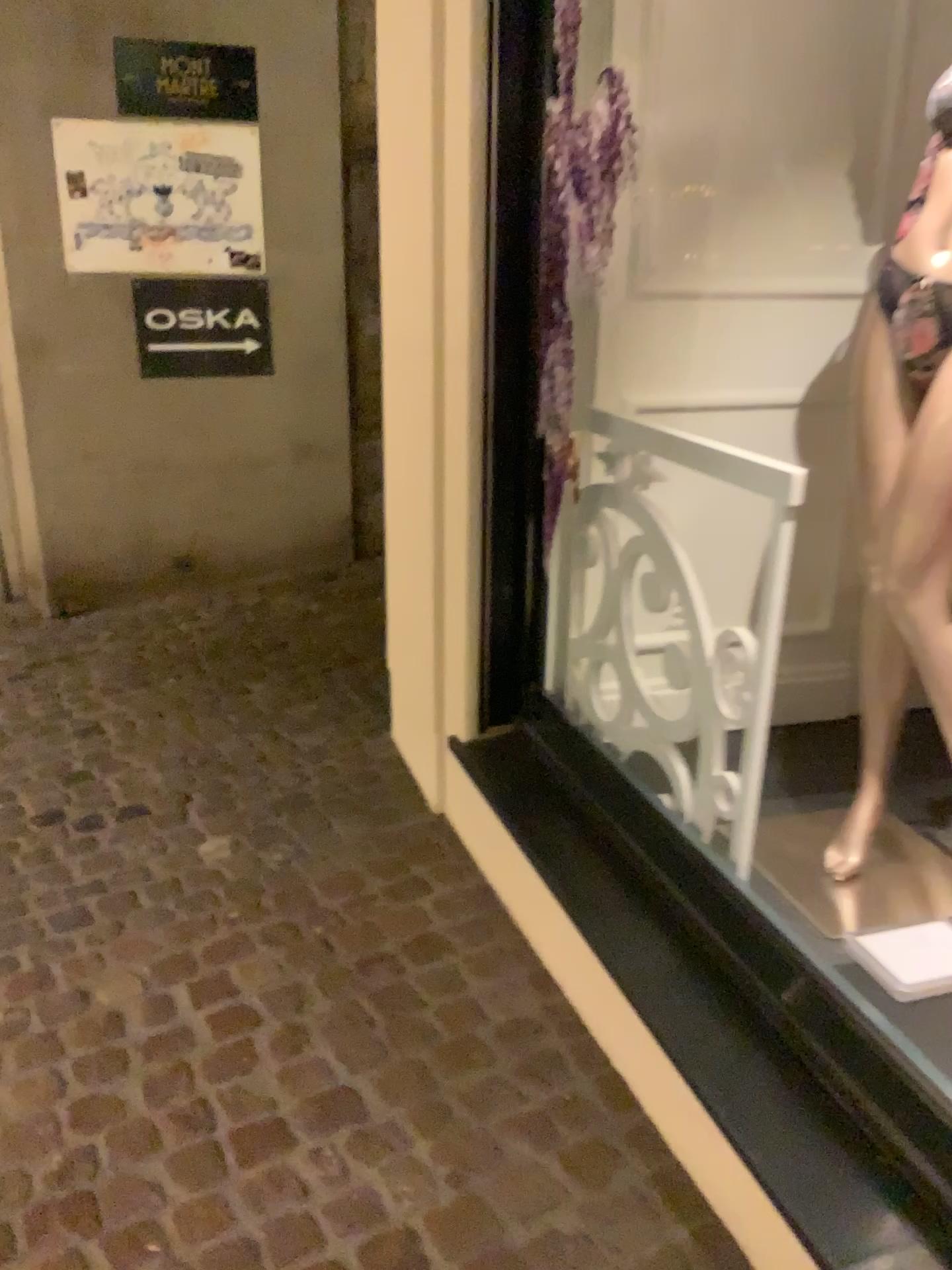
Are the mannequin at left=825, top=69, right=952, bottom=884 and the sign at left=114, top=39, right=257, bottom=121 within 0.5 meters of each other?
no

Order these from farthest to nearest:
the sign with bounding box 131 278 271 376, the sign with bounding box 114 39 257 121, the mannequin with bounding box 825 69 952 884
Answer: the sign with bounding box 131 278 271 376
the sign with bounding box 114 39 257 121
the mannequin with bounding box 825 69 952 884

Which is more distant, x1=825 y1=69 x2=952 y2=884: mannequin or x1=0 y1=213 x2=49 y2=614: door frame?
x1=0 y1=213 x2=49 y2=614: door frame

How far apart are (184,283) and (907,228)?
3.42m

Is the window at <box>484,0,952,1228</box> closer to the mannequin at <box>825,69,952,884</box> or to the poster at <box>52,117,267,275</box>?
the mannequin at <box>825,69,952,884</box>

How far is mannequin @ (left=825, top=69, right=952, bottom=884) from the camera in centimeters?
171cm

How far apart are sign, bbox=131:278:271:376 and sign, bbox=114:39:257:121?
0.6m

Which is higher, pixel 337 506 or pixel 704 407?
pixel 704 407

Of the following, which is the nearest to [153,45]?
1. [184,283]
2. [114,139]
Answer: [114,139]

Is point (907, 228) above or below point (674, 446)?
above
